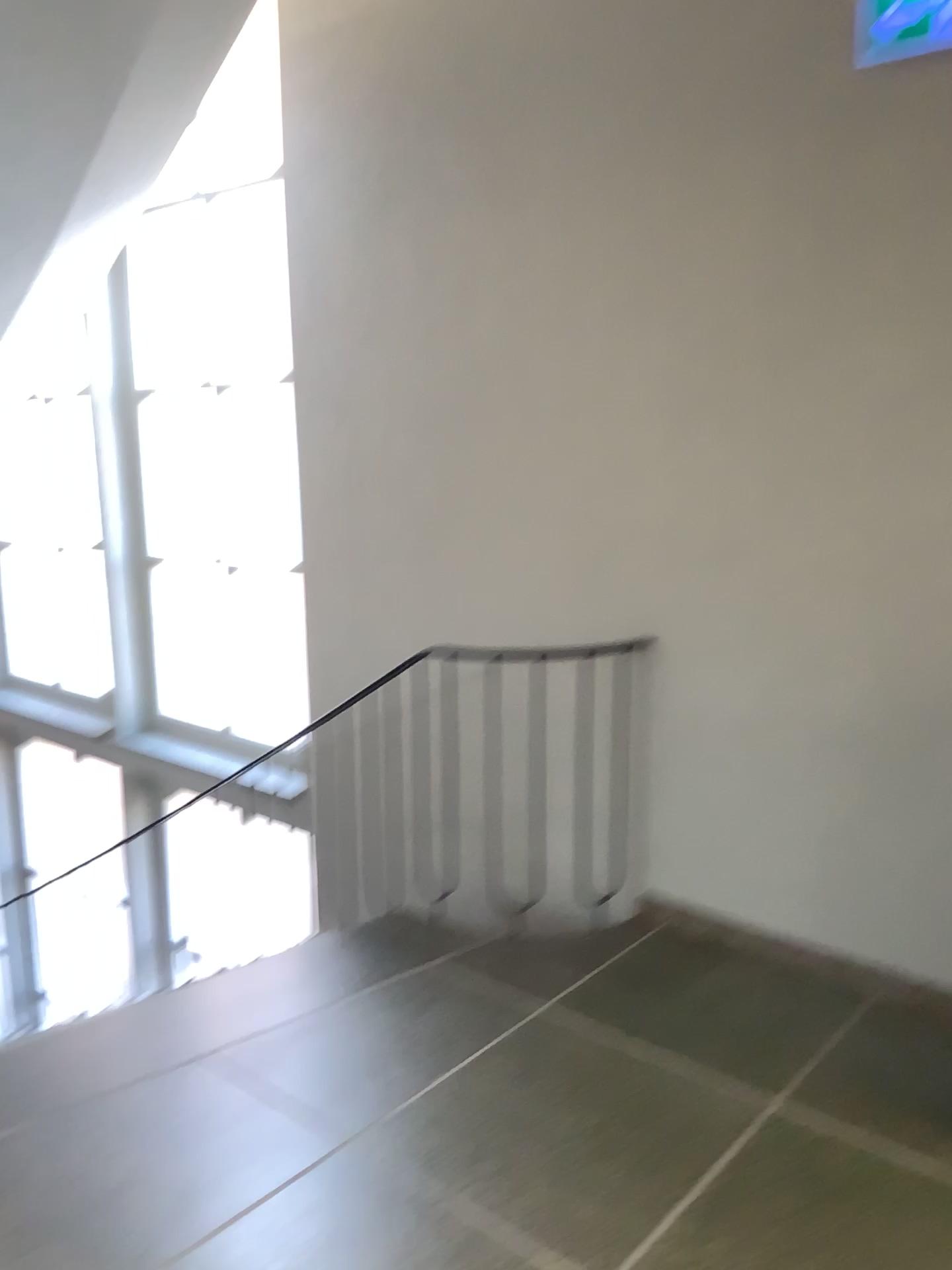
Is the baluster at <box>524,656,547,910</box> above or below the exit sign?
below

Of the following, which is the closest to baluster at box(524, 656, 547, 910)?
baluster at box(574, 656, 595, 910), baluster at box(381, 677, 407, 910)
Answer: baluster at box(574, 656, 595, 910)

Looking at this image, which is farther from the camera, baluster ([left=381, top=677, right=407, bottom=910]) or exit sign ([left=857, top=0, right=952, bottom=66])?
baluster ([left=381, top=677, right=407, bottom=910])

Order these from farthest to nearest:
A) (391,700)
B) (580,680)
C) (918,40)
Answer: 1. (391,700)
2. (580,680)
3. (918,40)

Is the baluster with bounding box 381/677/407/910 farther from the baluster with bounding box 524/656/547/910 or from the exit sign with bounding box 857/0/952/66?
the exit sign with bounding box 857/0/952/66

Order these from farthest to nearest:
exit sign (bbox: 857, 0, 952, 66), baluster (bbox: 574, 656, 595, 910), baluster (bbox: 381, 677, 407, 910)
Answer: baluster (bbox: 381, 677, 407, 910) < baluster (bbox: 574, 656, 595, 910) < exit sign (bbox: 857, 0, 952, 66)

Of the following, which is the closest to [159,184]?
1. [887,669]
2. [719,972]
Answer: [887,669]

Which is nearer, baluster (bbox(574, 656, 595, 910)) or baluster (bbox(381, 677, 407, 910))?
baluster (bbox(574, 656, 595, 910))

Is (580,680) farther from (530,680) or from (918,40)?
(918,40)

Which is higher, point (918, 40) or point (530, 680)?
point (918, 40)
